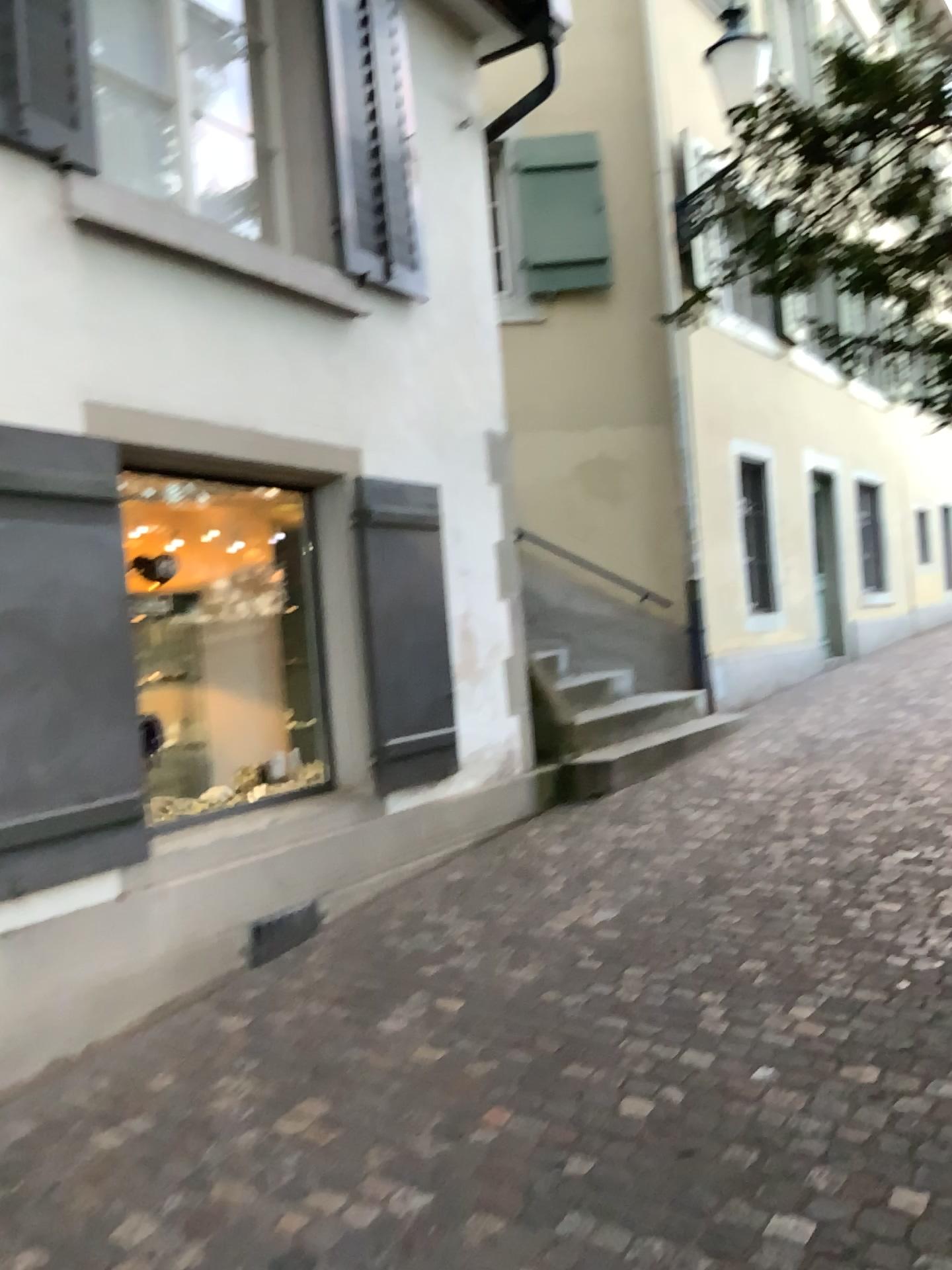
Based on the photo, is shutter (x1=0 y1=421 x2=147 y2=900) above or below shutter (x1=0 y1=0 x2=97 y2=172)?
below

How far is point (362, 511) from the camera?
4.9 meters

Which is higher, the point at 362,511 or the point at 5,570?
the point at 362,511

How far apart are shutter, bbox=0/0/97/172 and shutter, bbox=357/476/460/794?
1.76m

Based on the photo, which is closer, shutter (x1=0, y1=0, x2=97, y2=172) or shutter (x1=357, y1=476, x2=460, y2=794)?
shutter (x1=0, y1=0, x2=97, y2=172)

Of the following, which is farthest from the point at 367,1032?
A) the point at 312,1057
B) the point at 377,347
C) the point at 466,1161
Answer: the point at 377,347

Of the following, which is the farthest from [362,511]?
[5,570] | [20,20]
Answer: [20,20]

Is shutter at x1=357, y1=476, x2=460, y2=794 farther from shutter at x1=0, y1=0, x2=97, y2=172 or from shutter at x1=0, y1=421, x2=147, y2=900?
shutter at x1=0, y1=0, x2=97, y2=172

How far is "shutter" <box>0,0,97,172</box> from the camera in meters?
3.5 m

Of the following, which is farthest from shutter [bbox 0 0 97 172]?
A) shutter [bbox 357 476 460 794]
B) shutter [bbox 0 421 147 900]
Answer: shutter [bbox 357 476 460 794]
